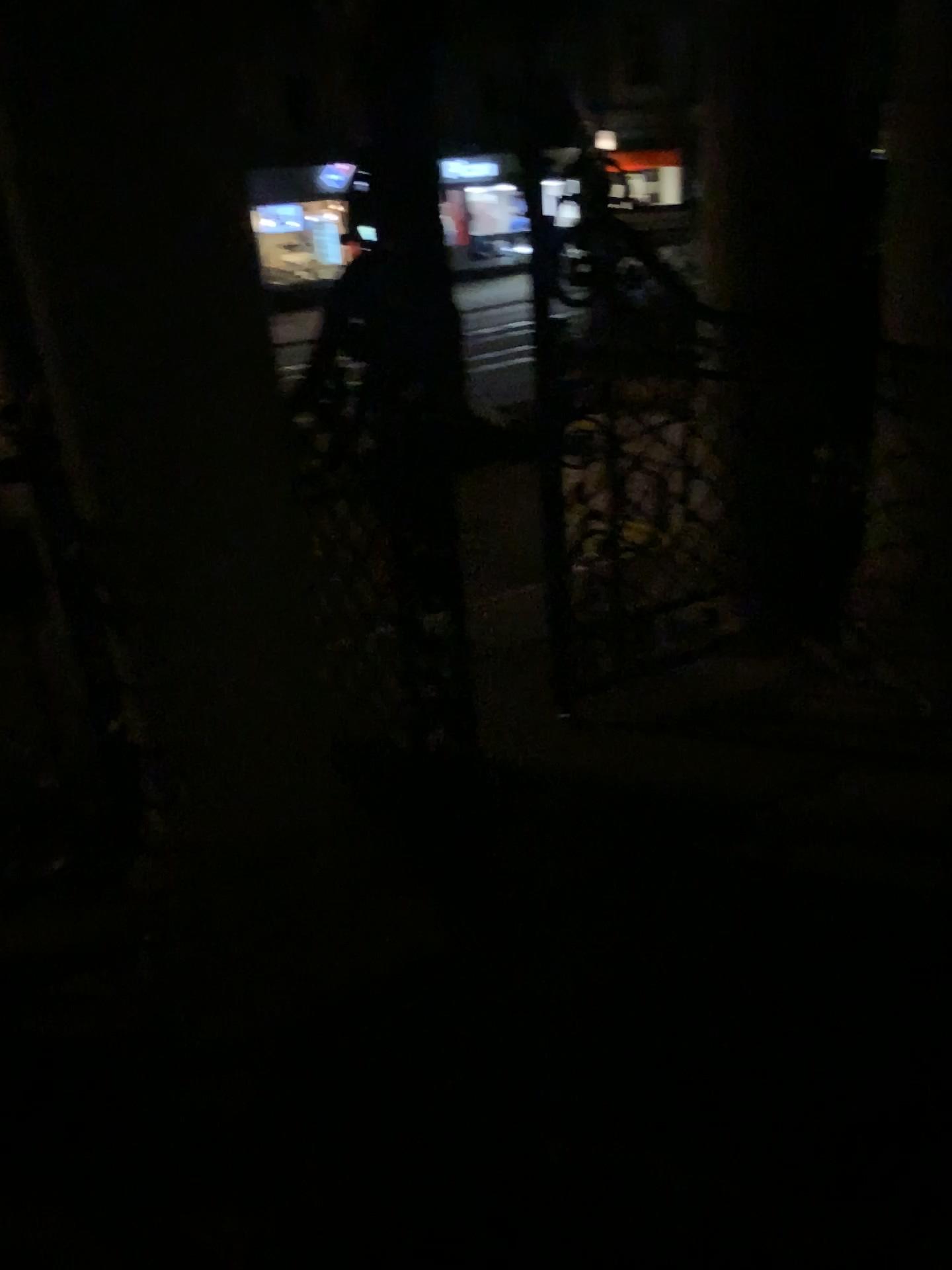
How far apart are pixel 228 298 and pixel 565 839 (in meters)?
1.53
